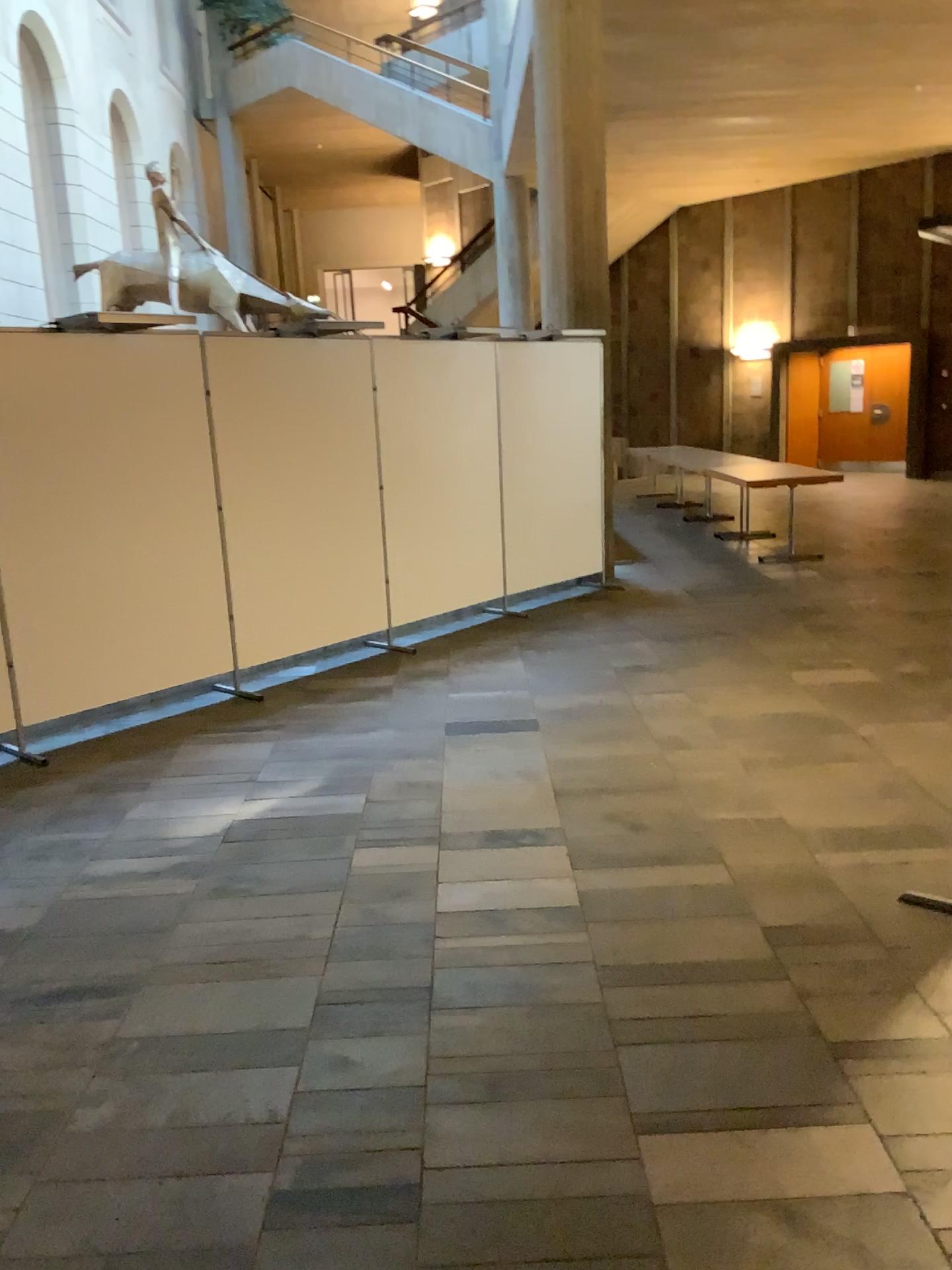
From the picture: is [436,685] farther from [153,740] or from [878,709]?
[878,709]
